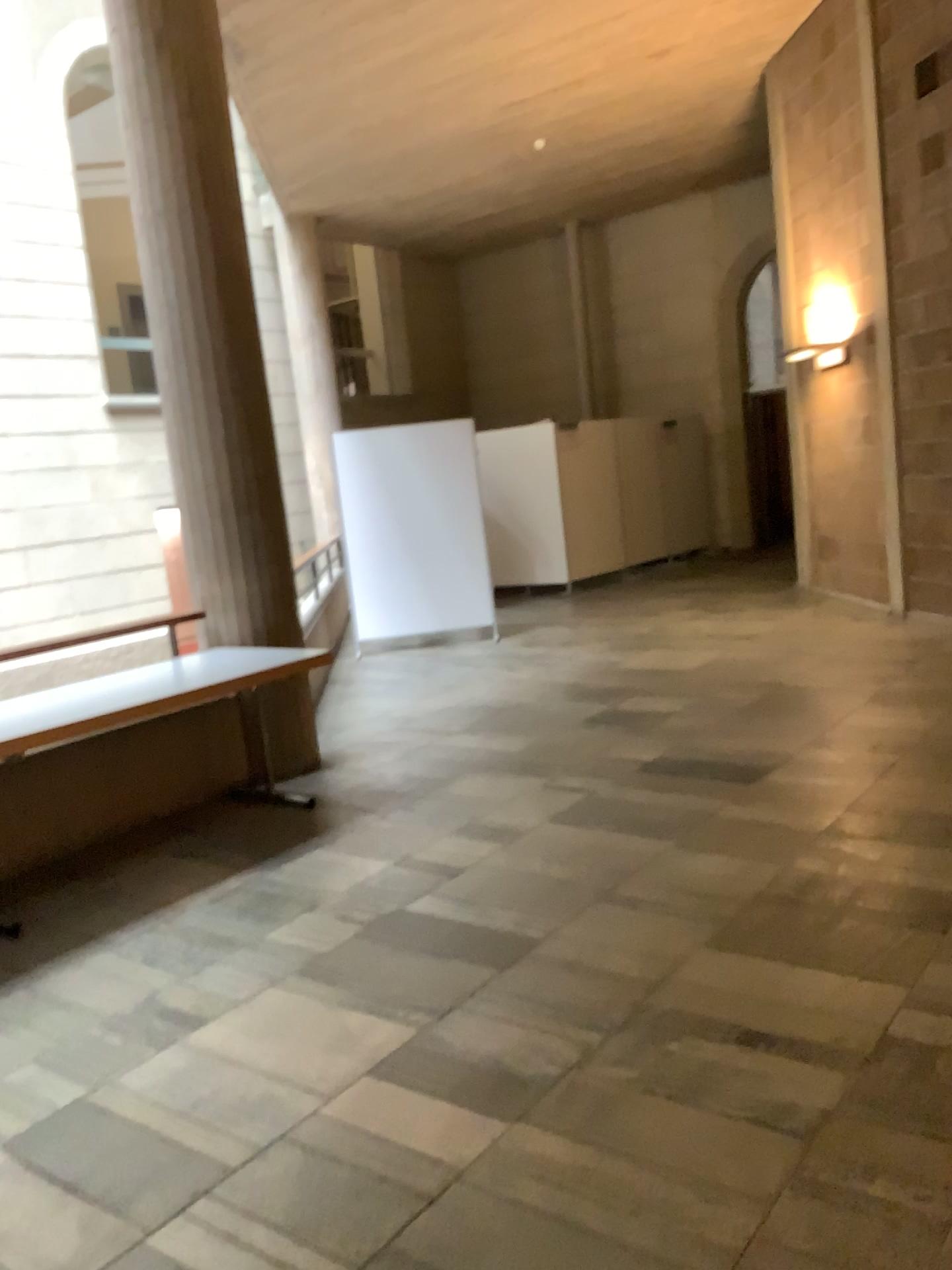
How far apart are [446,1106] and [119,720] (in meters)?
2.20
